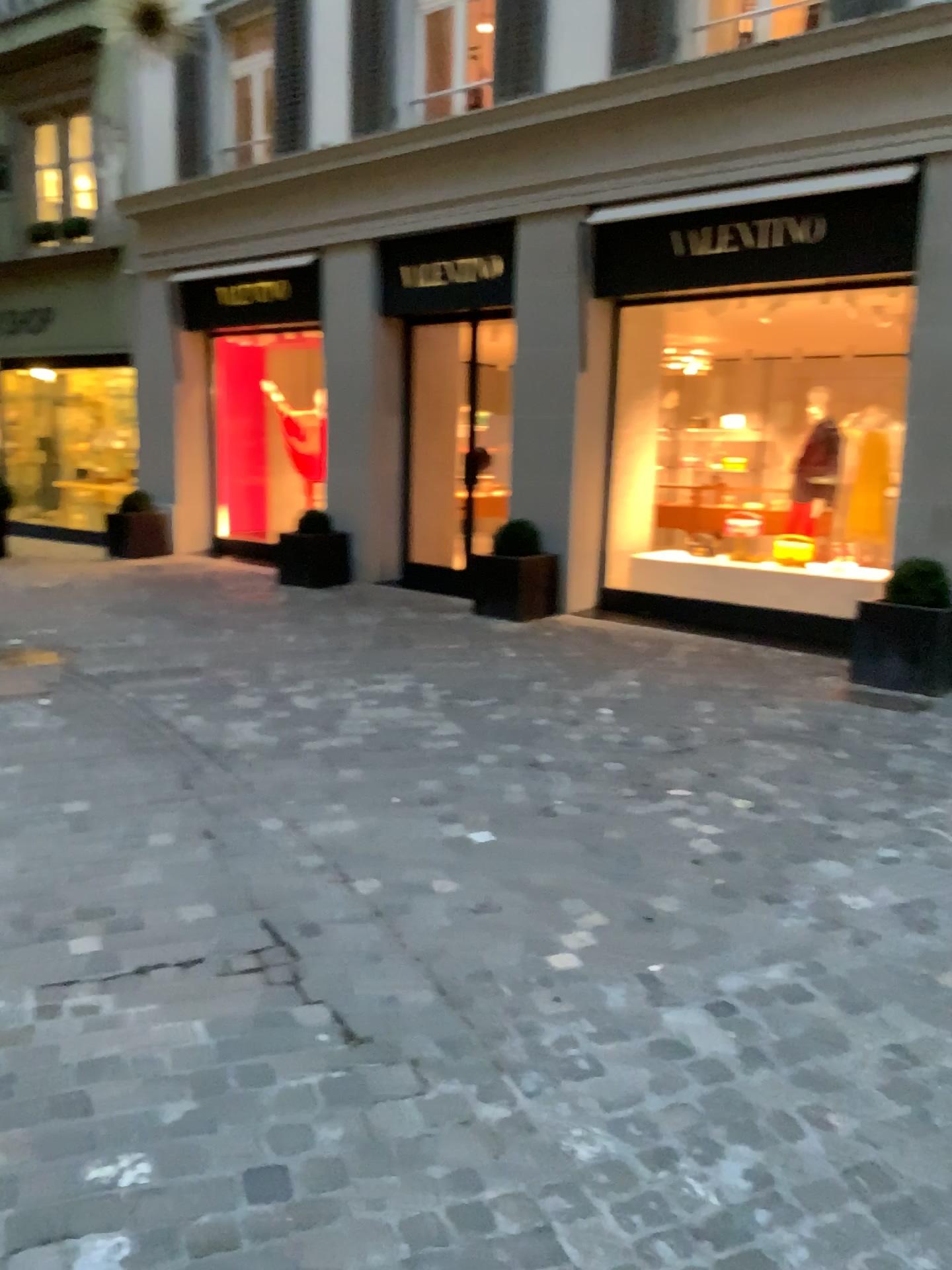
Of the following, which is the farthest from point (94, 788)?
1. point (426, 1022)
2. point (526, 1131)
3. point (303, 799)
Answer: point (526, 1131)
